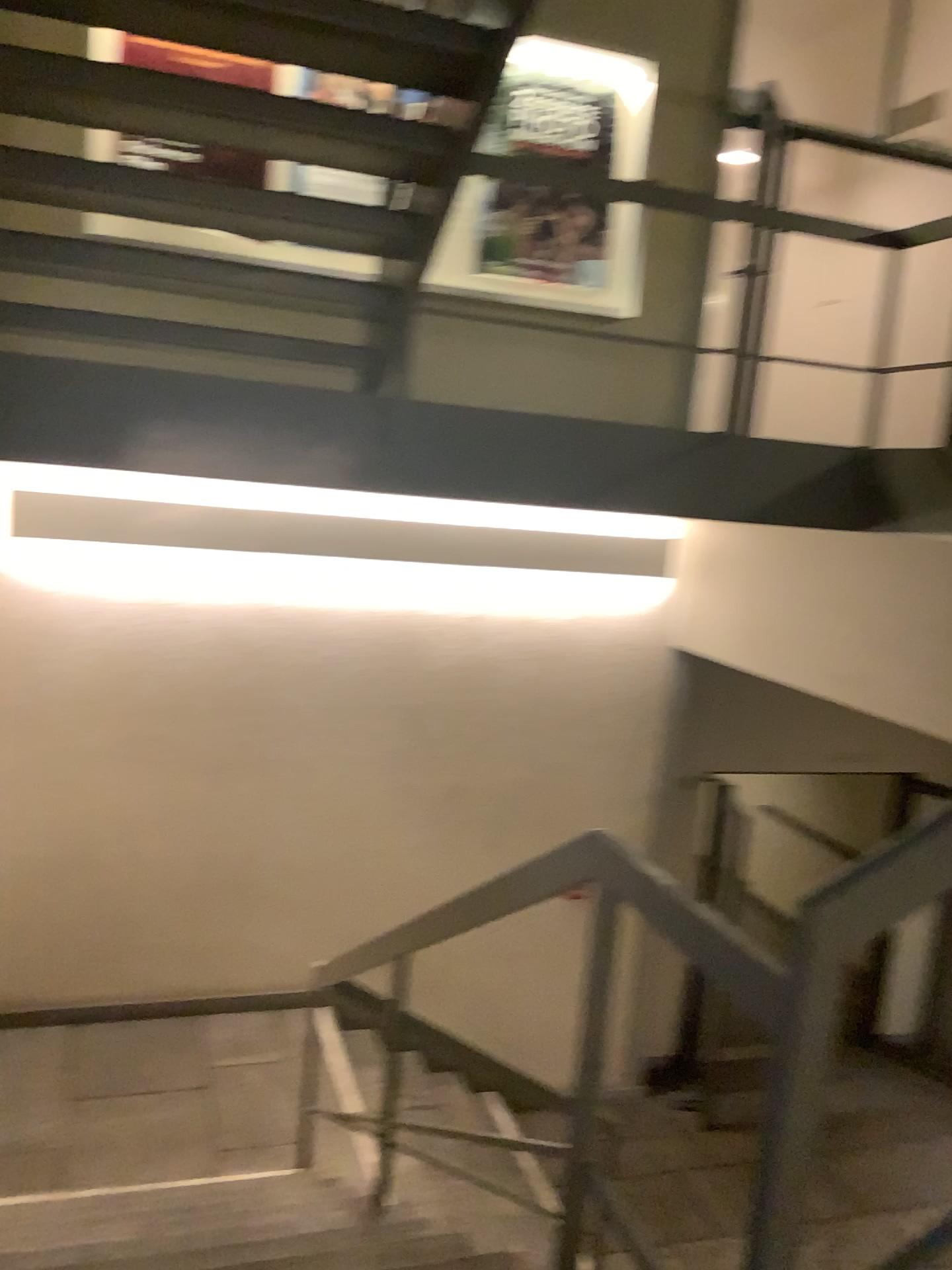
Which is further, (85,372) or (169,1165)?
(169,1165)
